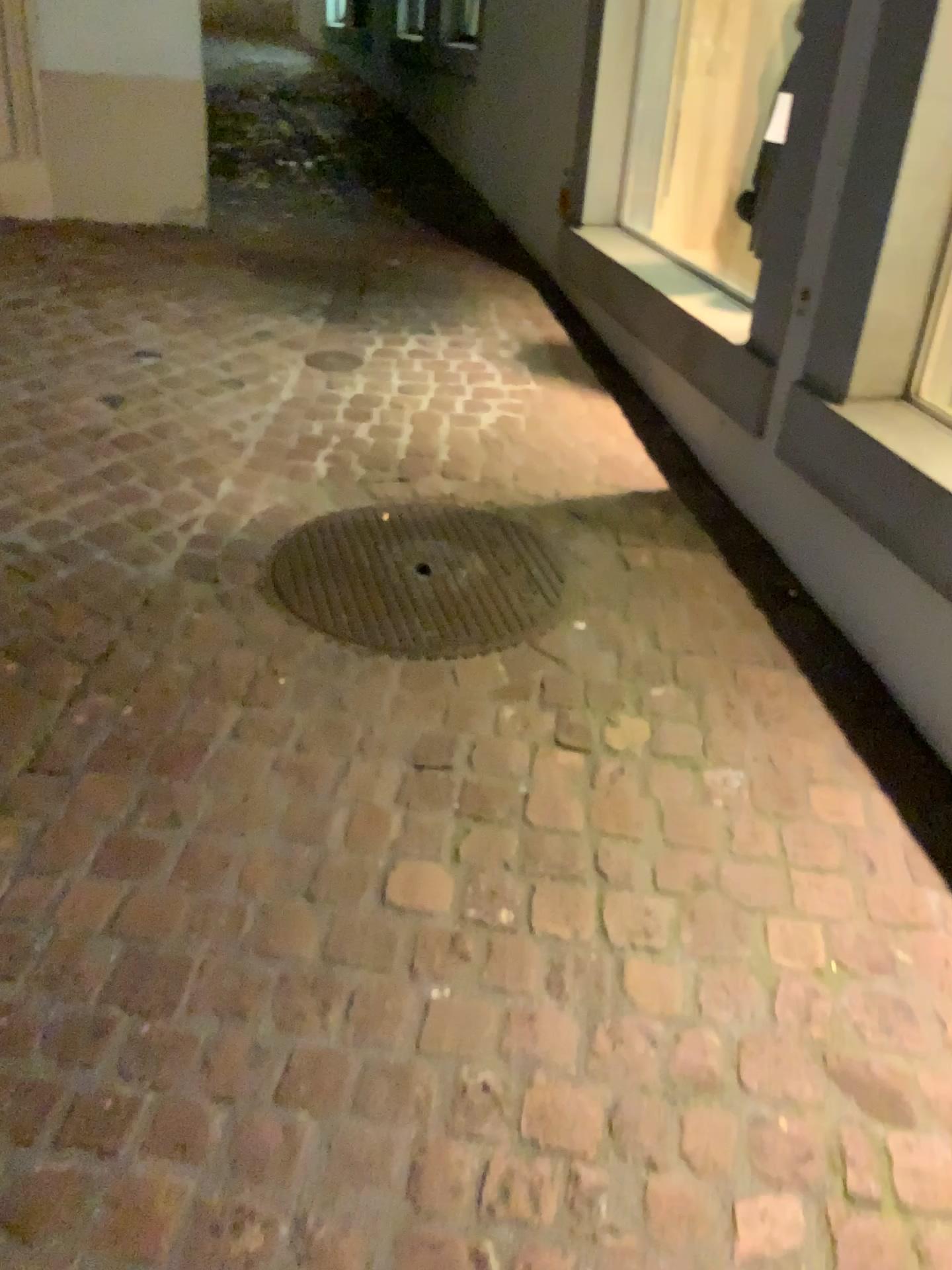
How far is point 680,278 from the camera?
3.3 meters

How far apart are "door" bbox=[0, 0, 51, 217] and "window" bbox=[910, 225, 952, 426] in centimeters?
359cm

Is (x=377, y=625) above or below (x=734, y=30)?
below

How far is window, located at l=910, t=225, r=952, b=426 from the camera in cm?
213

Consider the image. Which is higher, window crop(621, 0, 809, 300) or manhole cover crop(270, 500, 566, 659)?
window crop(621, 0, 809, 300)

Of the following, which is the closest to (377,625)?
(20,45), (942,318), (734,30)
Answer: (942,318)

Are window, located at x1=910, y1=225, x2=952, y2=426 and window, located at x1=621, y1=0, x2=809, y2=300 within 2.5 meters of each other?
yes

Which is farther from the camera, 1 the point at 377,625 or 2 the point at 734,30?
2 the point at 734,30

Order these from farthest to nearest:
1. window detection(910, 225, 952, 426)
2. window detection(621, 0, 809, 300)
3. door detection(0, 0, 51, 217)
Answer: door detection(0, 0, 51, 217), window detection(621, 0, 809, 300), window detection(910, 225, 952, 426)

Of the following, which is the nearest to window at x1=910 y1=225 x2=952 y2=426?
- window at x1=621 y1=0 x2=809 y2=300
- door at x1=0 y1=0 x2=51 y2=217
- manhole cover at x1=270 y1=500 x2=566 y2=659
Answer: manhole cover at x1=270 y1=500 x2=566 y2=659
